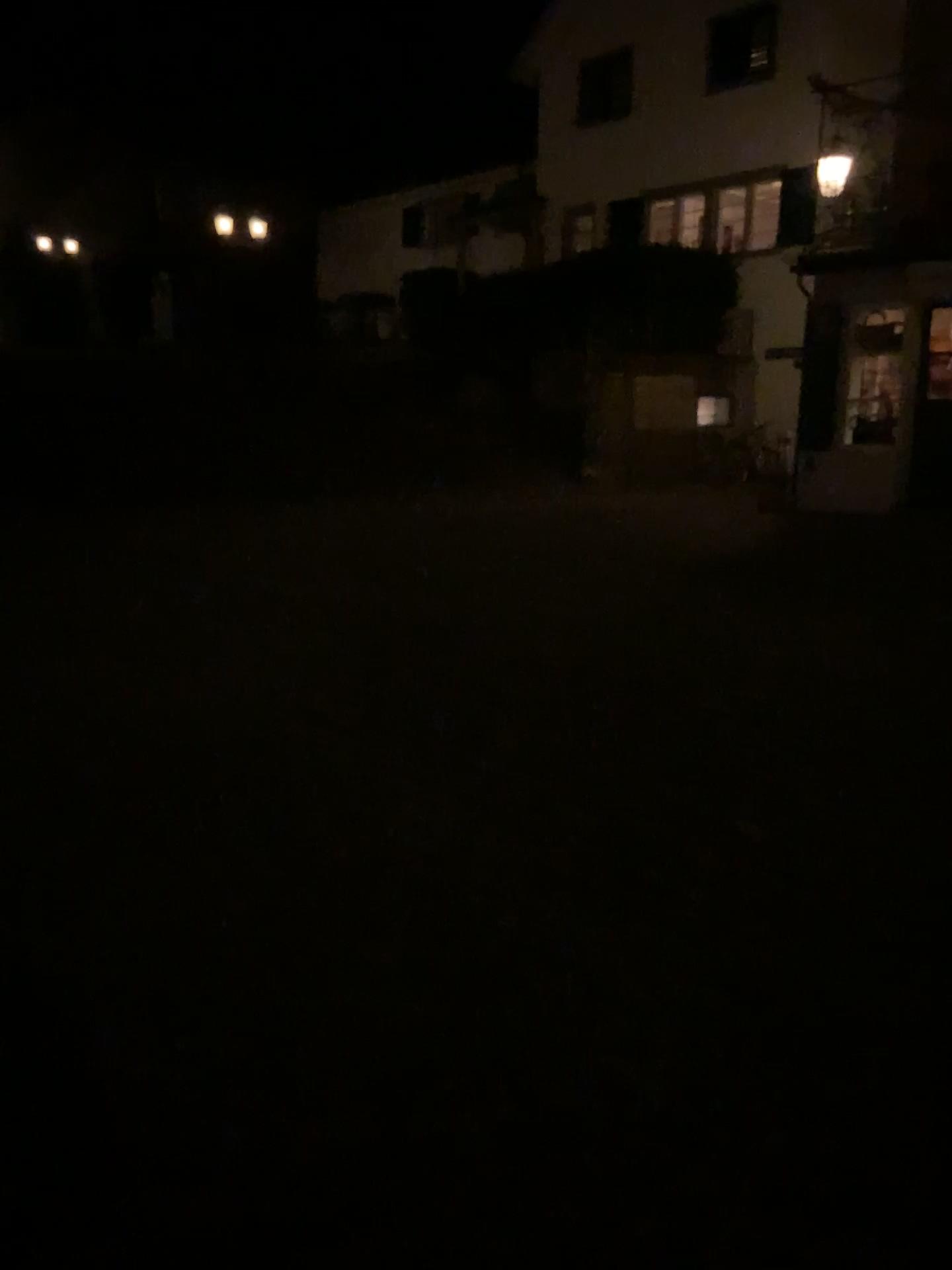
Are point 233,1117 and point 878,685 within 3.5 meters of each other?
no
